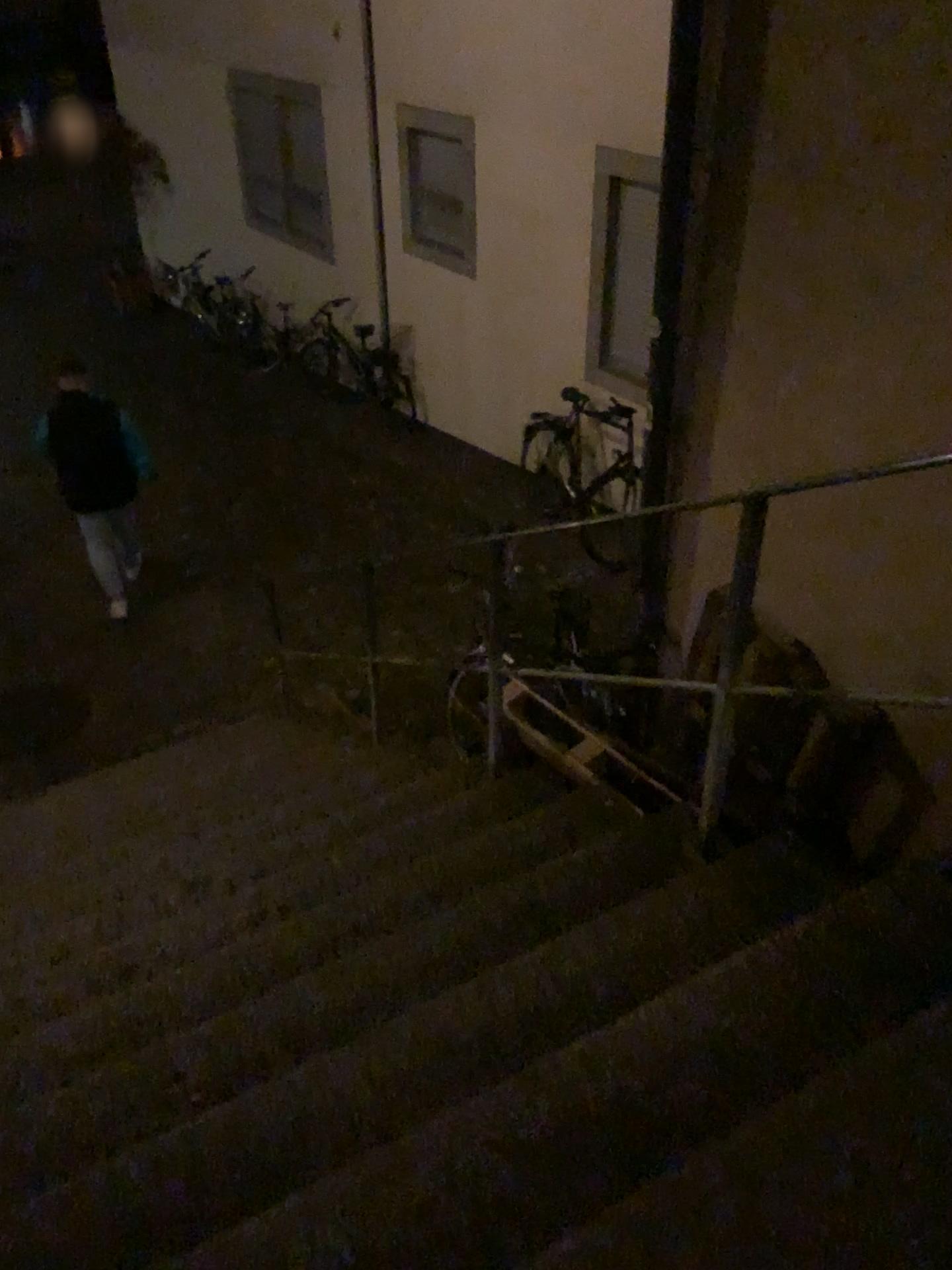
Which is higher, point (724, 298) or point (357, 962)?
point (724, 298)
